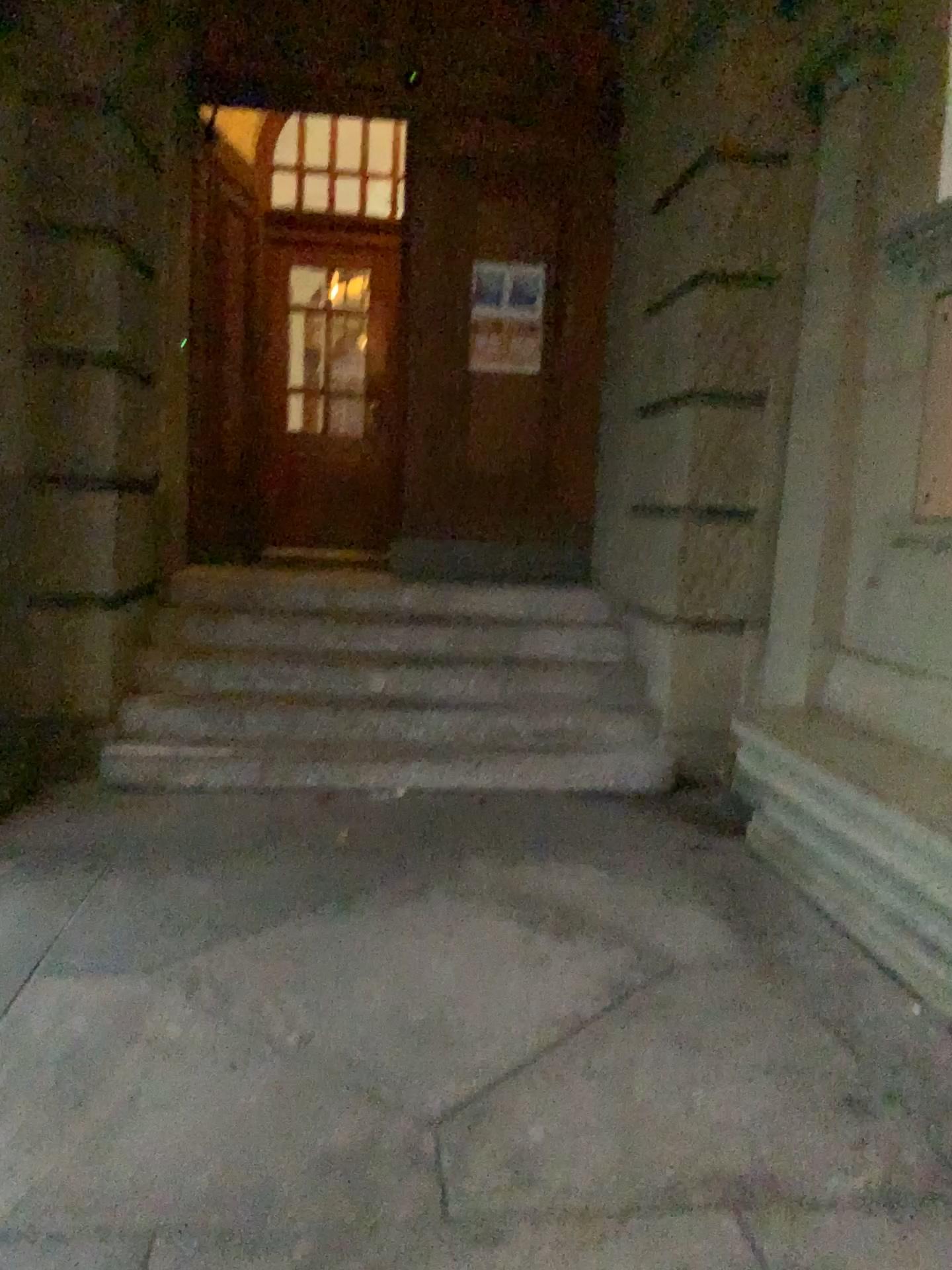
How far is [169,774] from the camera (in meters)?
4.27

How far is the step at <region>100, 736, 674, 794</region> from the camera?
4.3m

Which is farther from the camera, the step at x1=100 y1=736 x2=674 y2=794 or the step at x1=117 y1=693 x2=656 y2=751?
the step at x1=117 y1=693 x2=656 y2=751

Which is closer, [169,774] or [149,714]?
[169,774]

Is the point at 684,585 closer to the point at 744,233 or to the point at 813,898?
the point at 744,233
